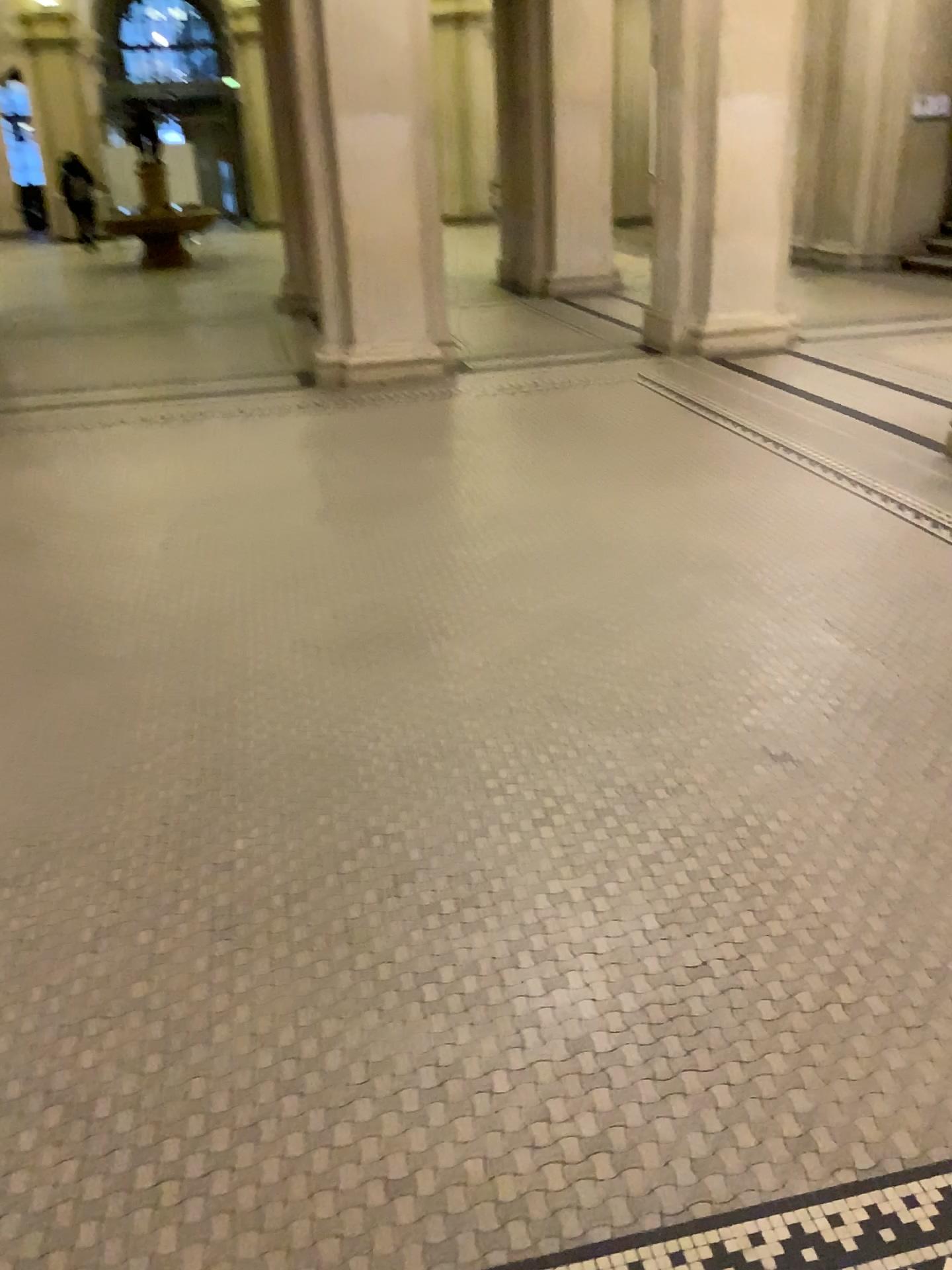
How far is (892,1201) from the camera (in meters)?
1.57
